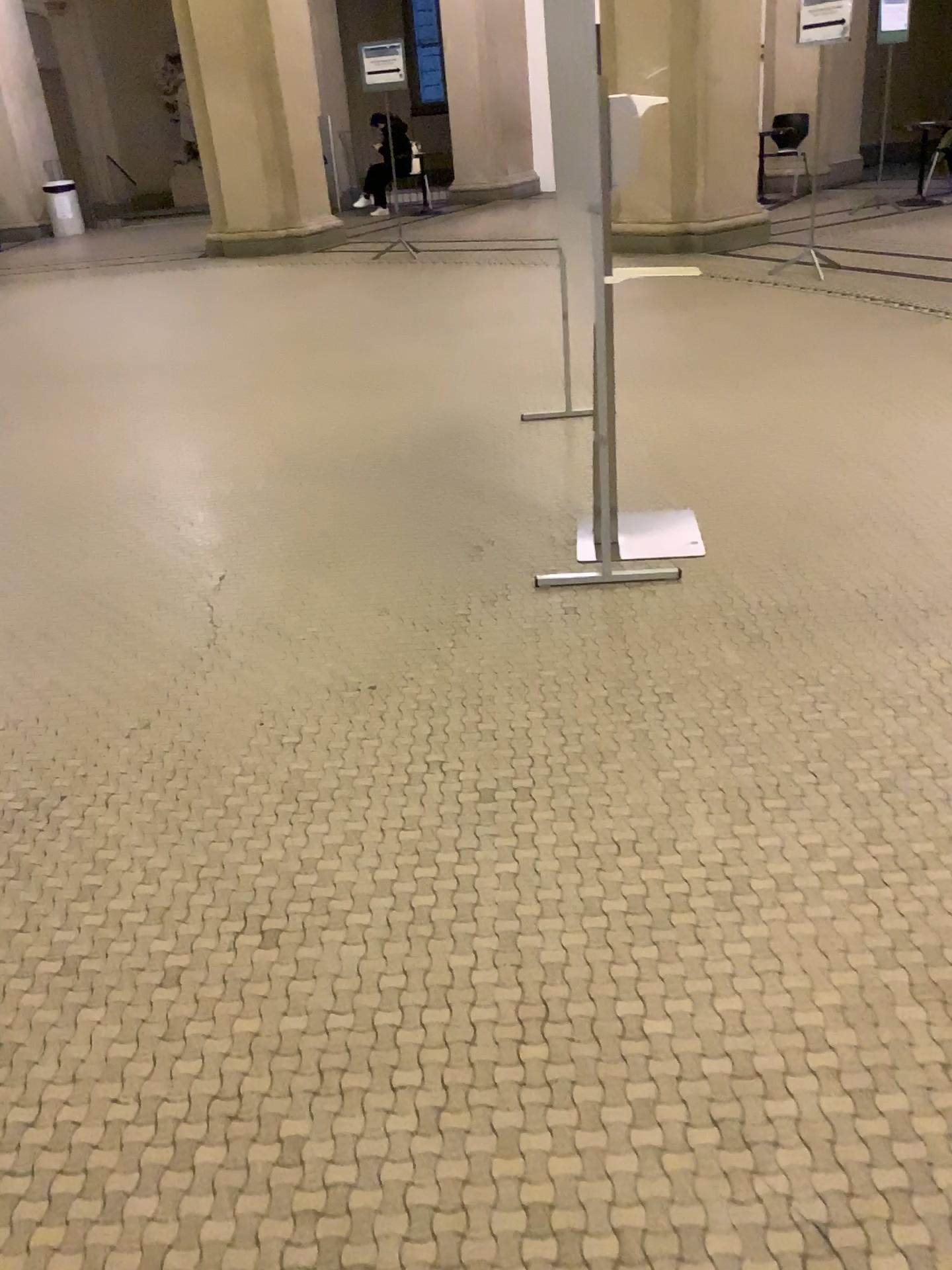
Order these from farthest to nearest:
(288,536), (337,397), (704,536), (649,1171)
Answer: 1. (337,397)
2. (288,536)
3. (704,536)
4. (649,1171)
